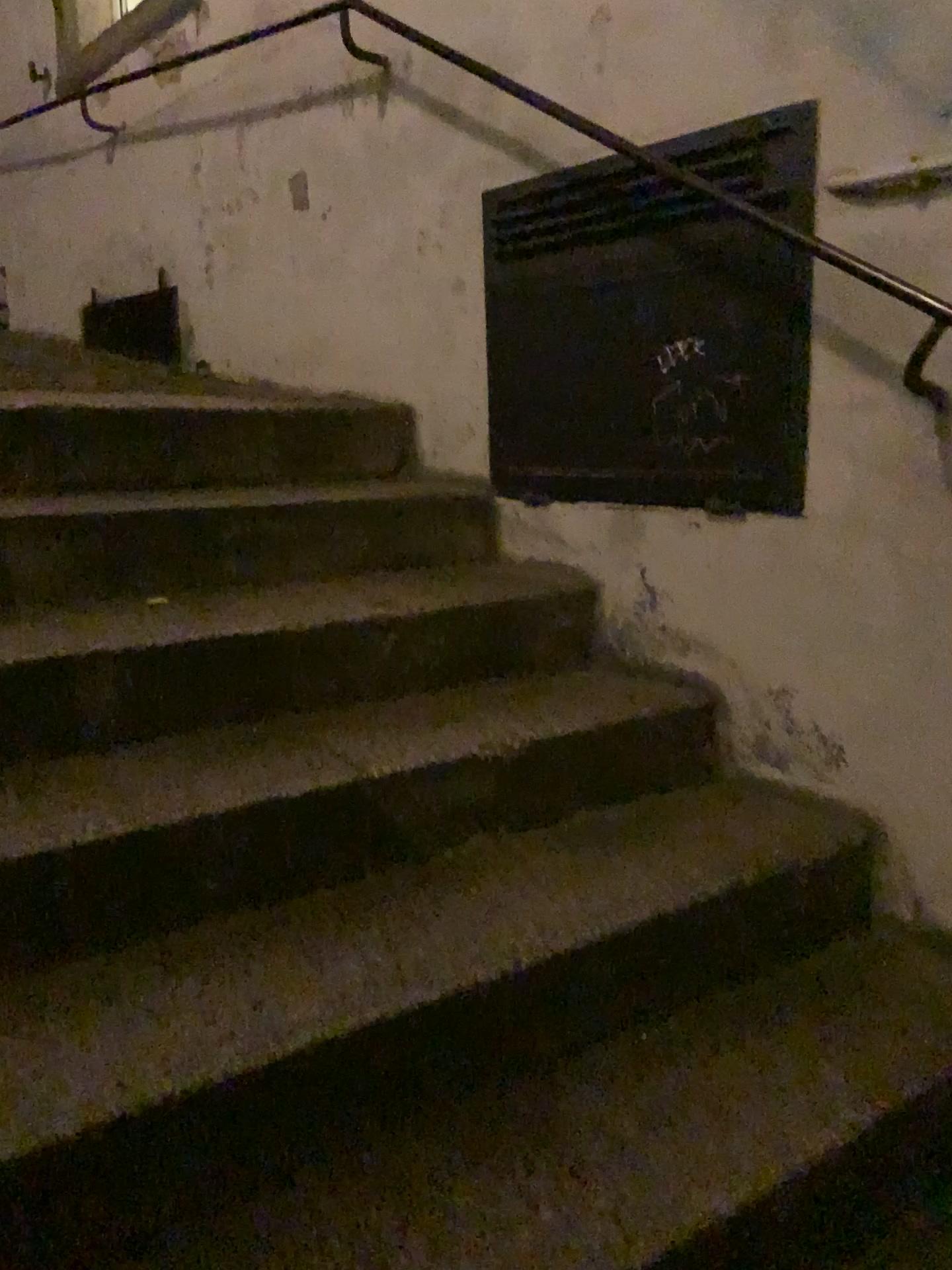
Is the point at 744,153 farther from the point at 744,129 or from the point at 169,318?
the point at 169,318

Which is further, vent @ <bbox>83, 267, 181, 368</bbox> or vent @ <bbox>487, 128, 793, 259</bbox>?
vent @ <bbox>83, 267, 181, 368</bbox>

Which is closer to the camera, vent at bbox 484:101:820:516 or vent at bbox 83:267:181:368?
vent at bbox 484:101:820:516

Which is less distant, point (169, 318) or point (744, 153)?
point (744, 153)

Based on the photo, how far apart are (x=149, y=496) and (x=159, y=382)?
0.8m

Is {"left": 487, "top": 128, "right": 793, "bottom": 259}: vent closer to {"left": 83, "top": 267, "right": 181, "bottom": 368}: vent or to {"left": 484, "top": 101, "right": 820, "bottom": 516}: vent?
{"left": 484, "top": 101, "right": 820, "bottom": 516}: vent

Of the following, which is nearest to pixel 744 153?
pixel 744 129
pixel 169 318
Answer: pixel 744 129

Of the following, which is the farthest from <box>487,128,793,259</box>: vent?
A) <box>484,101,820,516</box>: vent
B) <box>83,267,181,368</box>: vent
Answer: <box>83,267,181,368</box>: vent
